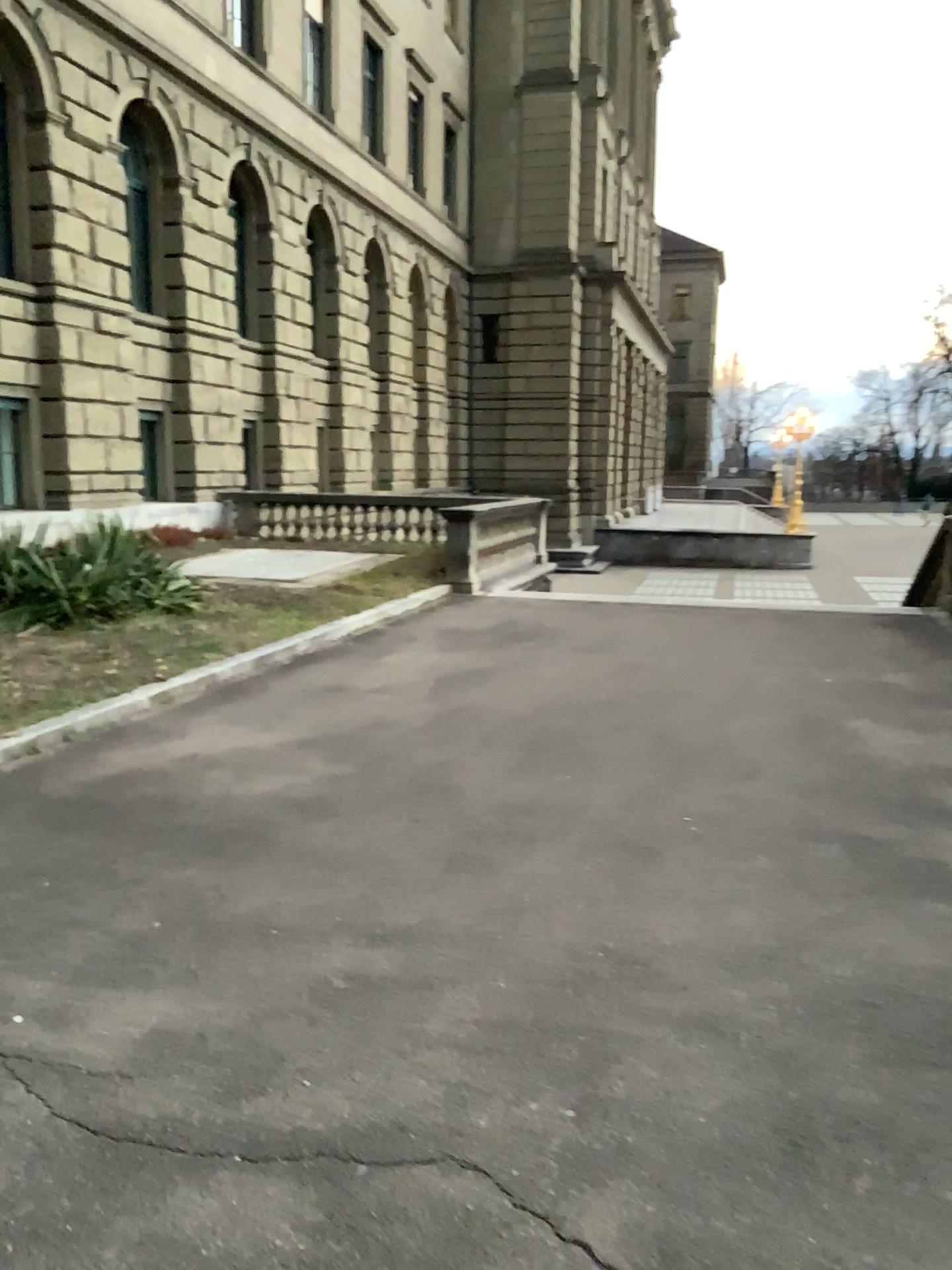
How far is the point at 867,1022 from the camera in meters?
3.1 m
